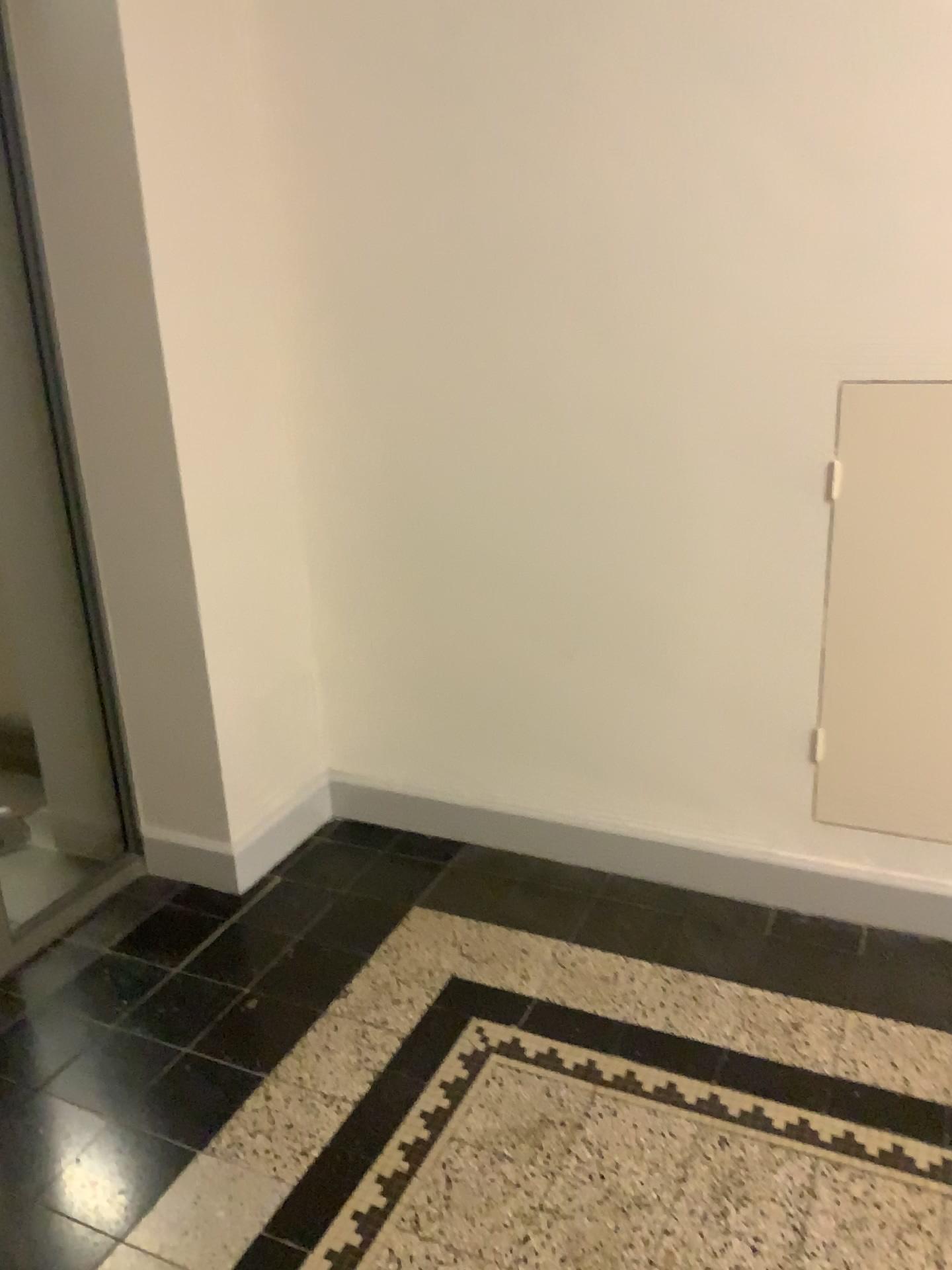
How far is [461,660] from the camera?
2.75m

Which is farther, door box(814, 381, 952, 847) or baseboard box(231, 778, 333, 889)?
baseboard box(231, 778, 333, 889)

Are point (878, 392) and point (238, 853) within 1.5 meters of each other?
no

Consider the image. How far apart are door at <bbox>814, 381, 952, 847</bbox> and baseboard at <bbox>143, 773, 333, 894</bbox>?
1.3 meters

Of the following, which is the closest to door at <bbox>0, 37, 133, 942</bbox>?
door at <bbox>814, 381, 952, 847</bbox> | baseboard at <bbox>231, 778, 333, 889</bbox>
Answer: baseboard at <bbox>231, 778, 333, 889</bbox>

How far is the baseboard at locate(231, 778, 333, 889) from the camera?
2.7 meters

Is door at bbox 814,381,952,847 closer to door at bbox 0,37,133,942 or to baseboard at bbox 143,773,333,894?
baseboard at bbox 143,773,333,894

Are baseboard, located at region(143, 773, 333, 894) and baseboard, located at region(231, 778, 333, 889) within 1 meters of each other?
yes

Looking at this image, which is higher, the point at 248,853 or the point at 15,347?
the point at 15,347

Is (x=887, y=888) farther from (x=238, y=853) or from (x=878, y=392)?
(x=238, y=853)
